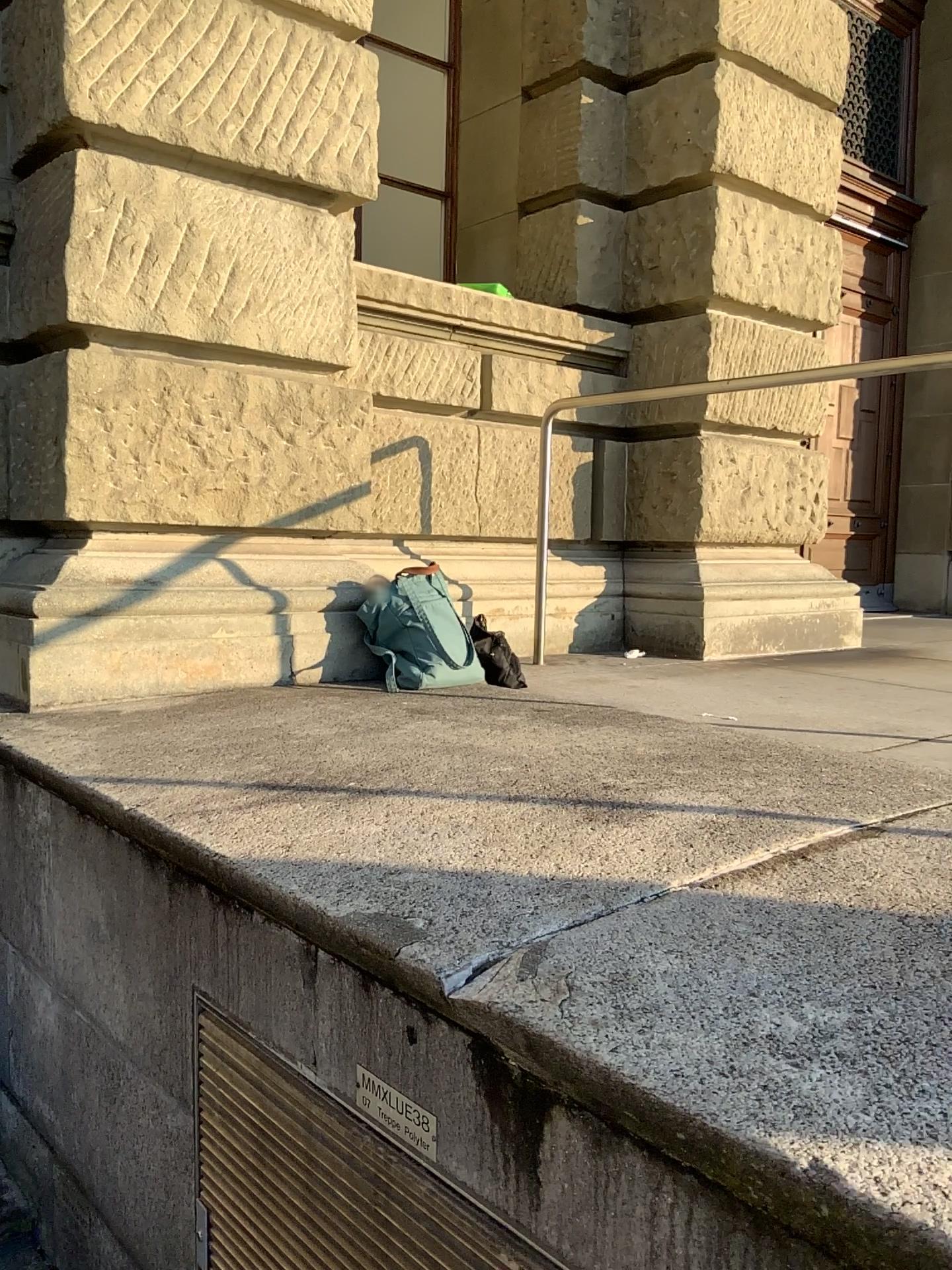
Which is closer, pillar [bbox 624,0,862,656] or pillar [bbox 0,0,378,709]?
pillar [bbox 0,0,378,709]

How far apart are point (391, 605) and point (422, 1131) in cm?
182

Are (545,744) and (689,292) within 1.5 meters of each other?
no

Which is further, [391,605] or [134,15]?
[391,605]

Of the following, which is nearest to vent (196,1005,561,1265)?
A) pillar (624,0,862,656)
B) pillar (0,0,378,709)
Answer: pillar (0,0,378,709)

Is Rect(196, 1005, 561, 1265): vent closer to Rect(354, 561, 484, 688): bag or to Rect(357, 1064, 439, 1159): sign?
Rect(357, 1064, 439, 1159): sign

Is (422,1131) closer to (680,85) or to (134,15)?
(134,15)

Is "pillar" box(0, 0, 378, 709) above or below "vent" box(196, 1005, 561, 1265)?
above

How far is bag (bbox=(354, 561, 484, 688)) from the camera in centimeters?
305cm

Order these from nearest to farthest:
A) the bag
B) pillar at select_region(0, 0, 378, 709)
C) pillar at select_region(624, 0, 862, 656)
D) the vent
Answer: the vent < pillar at select_region(0, 0, 378, 709) < the bag < pillar at select_region(624, 0, 862, 656)
